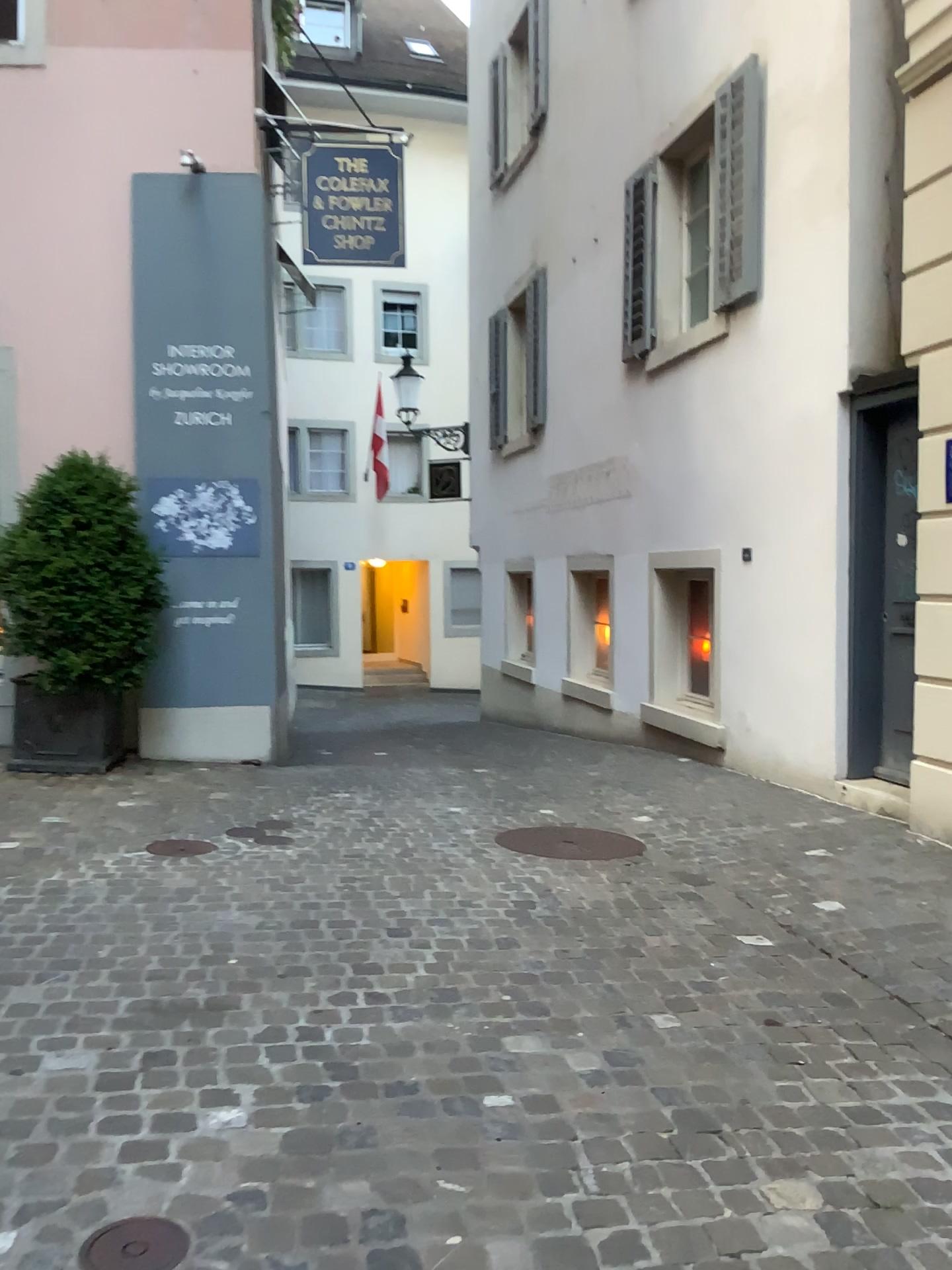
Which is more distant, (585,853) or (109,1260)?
(585,853)

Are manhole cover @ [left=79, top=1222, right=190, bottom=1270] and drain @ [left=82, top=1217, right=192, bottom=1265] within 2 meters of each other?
yes

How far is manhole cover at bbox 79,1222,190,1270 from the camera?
1.79m

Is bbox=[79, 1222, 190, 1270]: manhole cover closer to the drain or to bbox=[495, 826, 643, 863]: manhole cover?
the drain

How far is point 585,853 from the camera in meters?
4.6

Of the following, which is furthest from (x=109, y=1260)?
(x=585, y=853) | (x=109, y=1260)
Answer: (x=585, y=853)

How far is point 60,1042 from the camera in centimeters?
260cm

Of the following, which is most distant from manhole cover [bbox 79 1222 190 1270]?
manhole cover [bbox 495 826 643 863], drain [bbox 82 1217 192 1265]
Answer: manhole cover [bbox 495 826 643 863]

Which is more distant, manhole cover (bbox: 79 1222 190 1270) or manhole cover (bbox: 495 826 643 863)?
manhole cover (bbox: 495 826 643 863)

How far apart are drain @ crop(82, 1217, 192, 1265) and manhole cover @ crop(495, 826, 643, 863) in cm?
287
